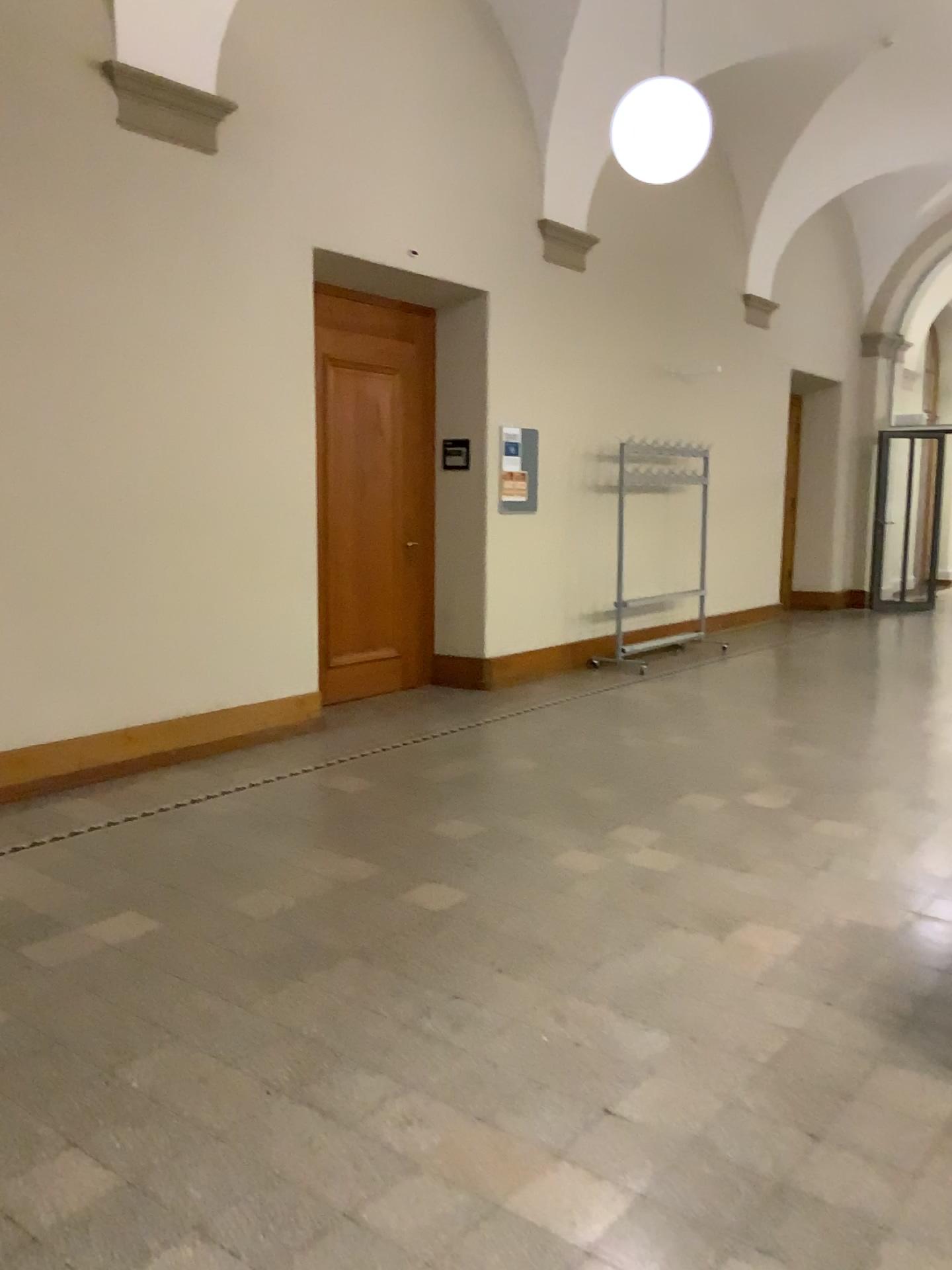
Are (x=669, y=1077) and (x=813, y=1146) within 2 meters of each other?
yes
